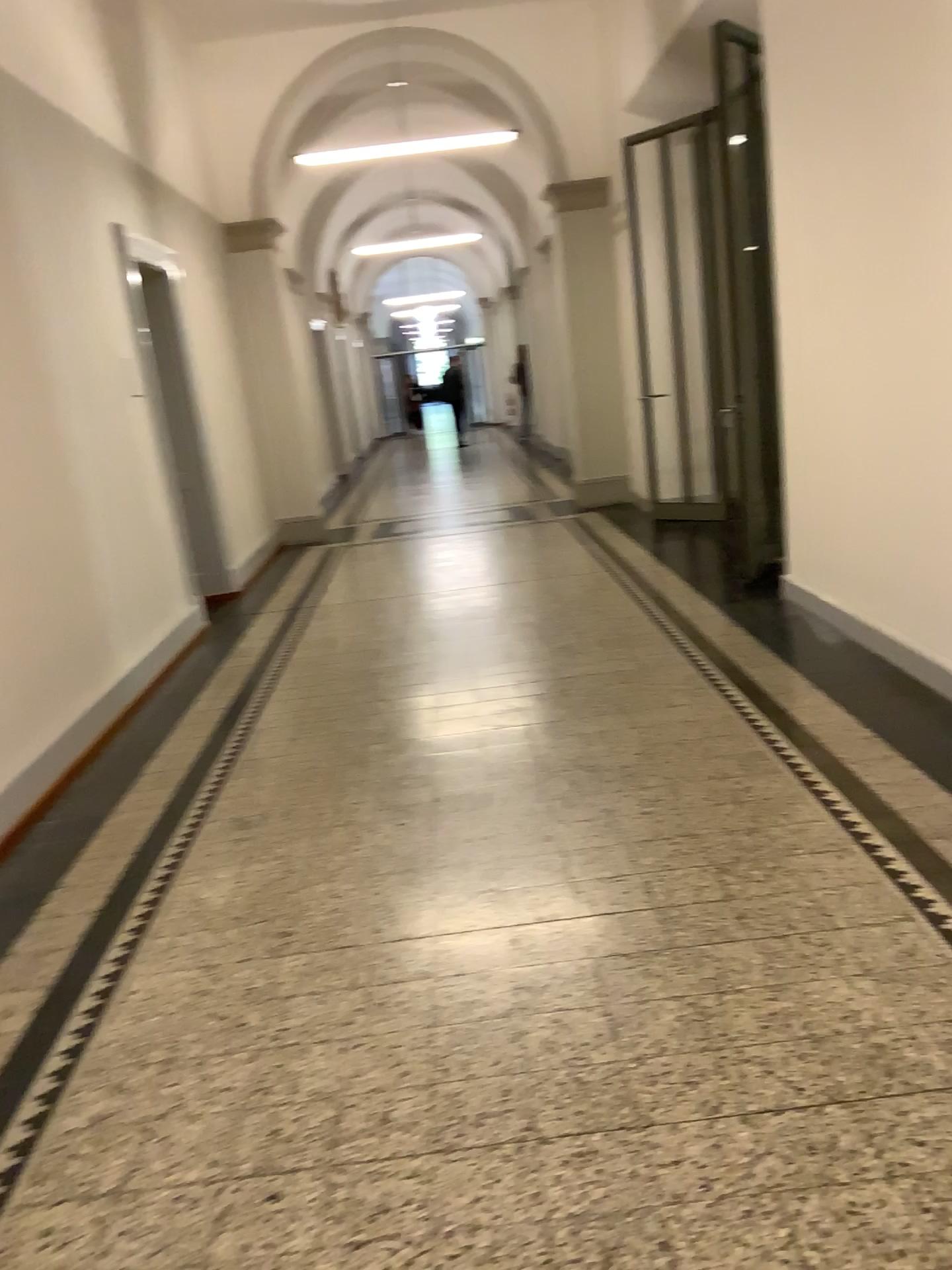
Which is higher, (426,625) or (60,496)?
(60,496)
